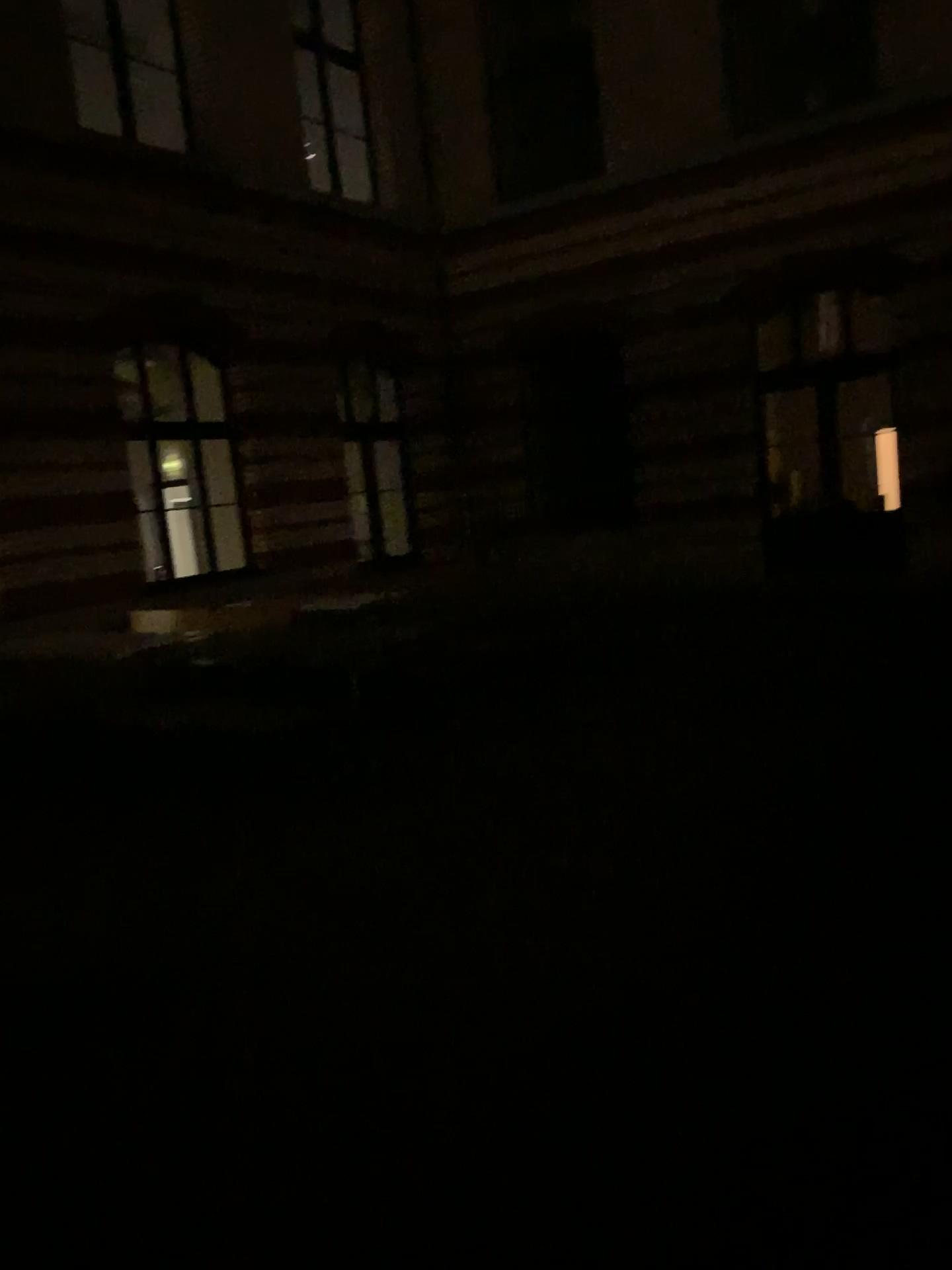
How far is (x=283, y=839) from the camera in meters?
4.9
